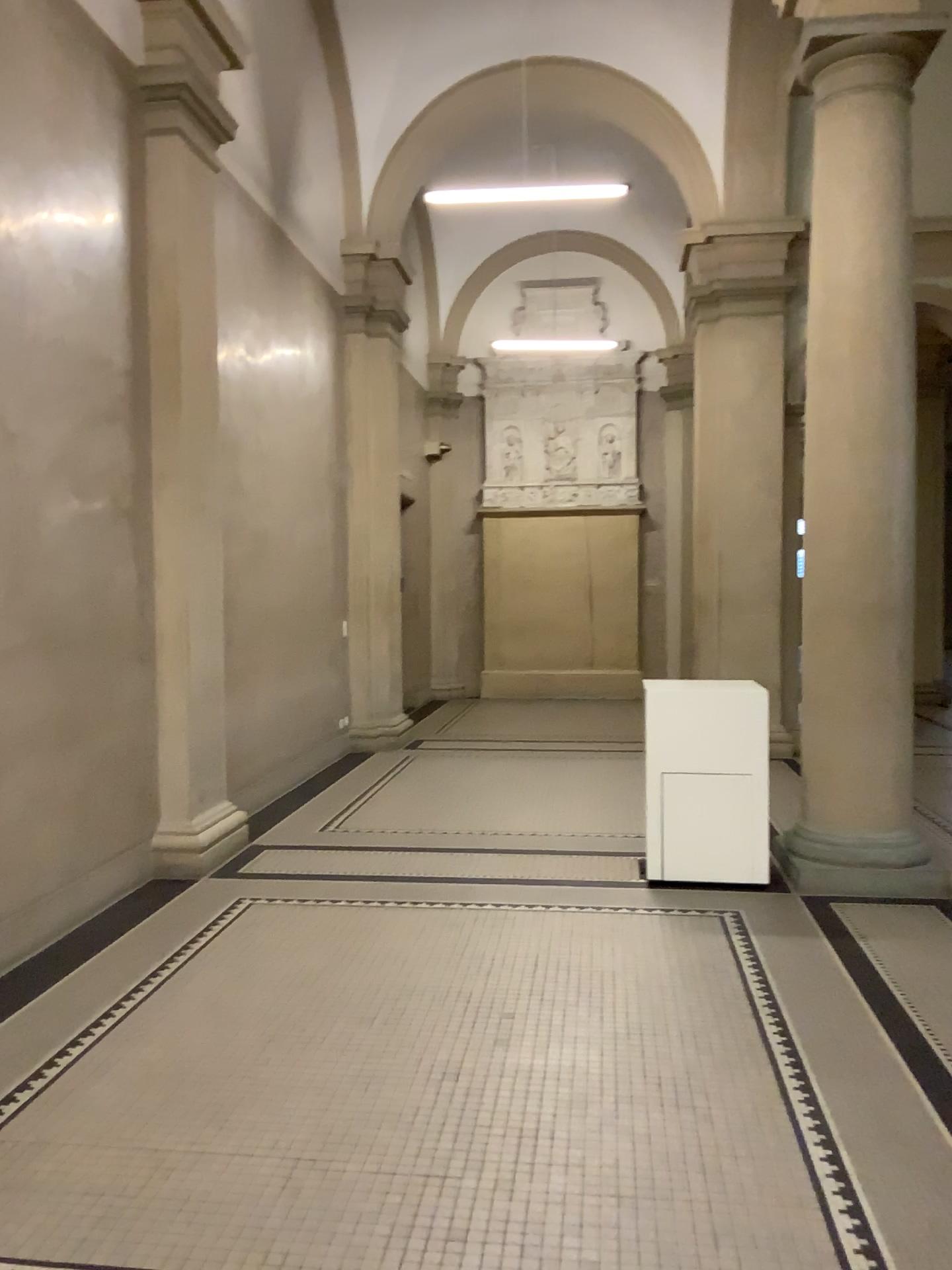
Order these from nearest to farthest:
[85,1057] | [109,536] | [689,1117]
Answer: [689,1117] < [85,1057] < [109,536]
